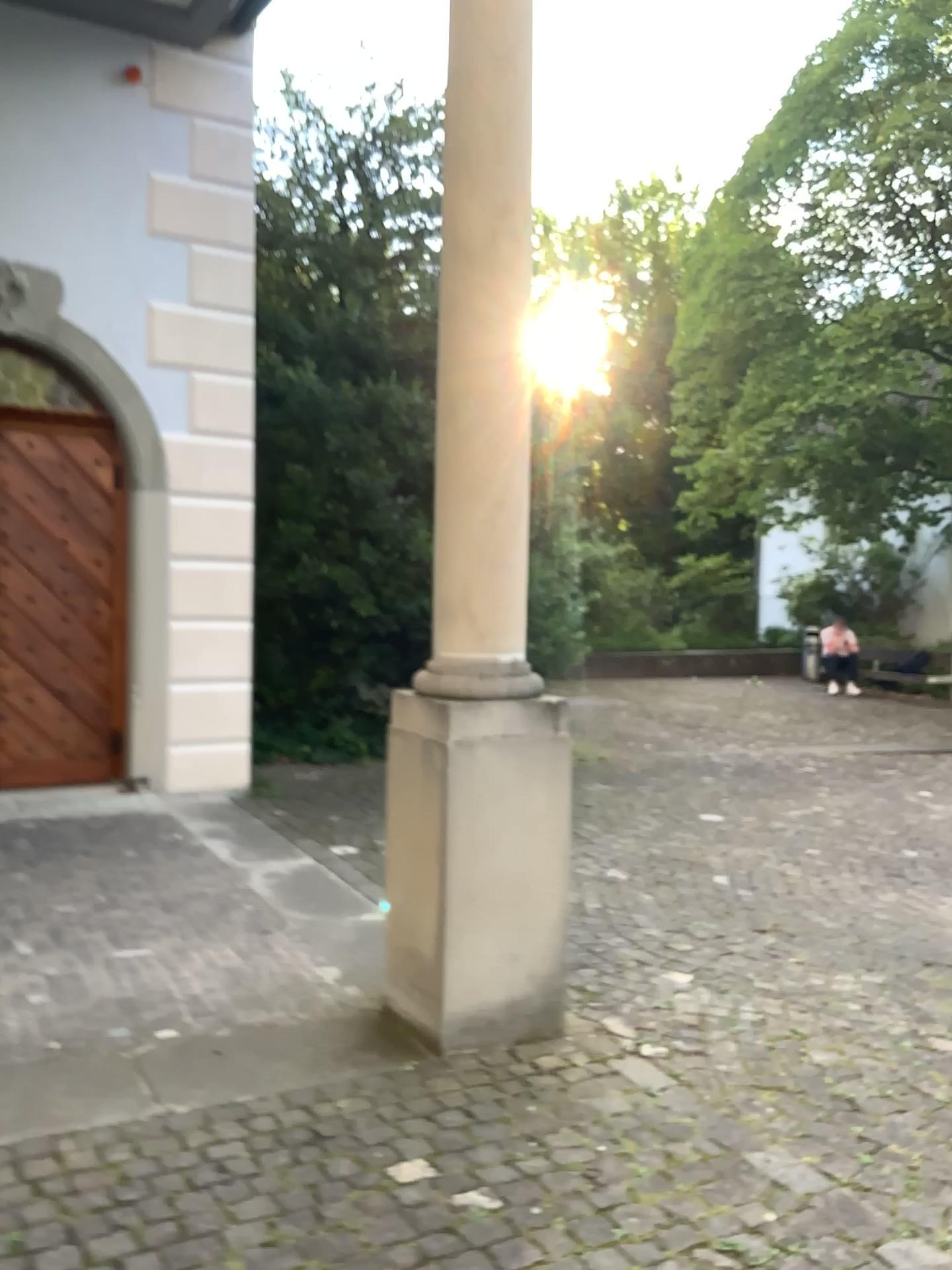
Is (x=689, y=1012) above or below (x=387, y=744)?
below

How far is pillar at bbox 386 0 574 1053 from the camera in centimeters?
299cm

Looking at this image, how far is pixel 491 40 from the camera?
3.0 meters
